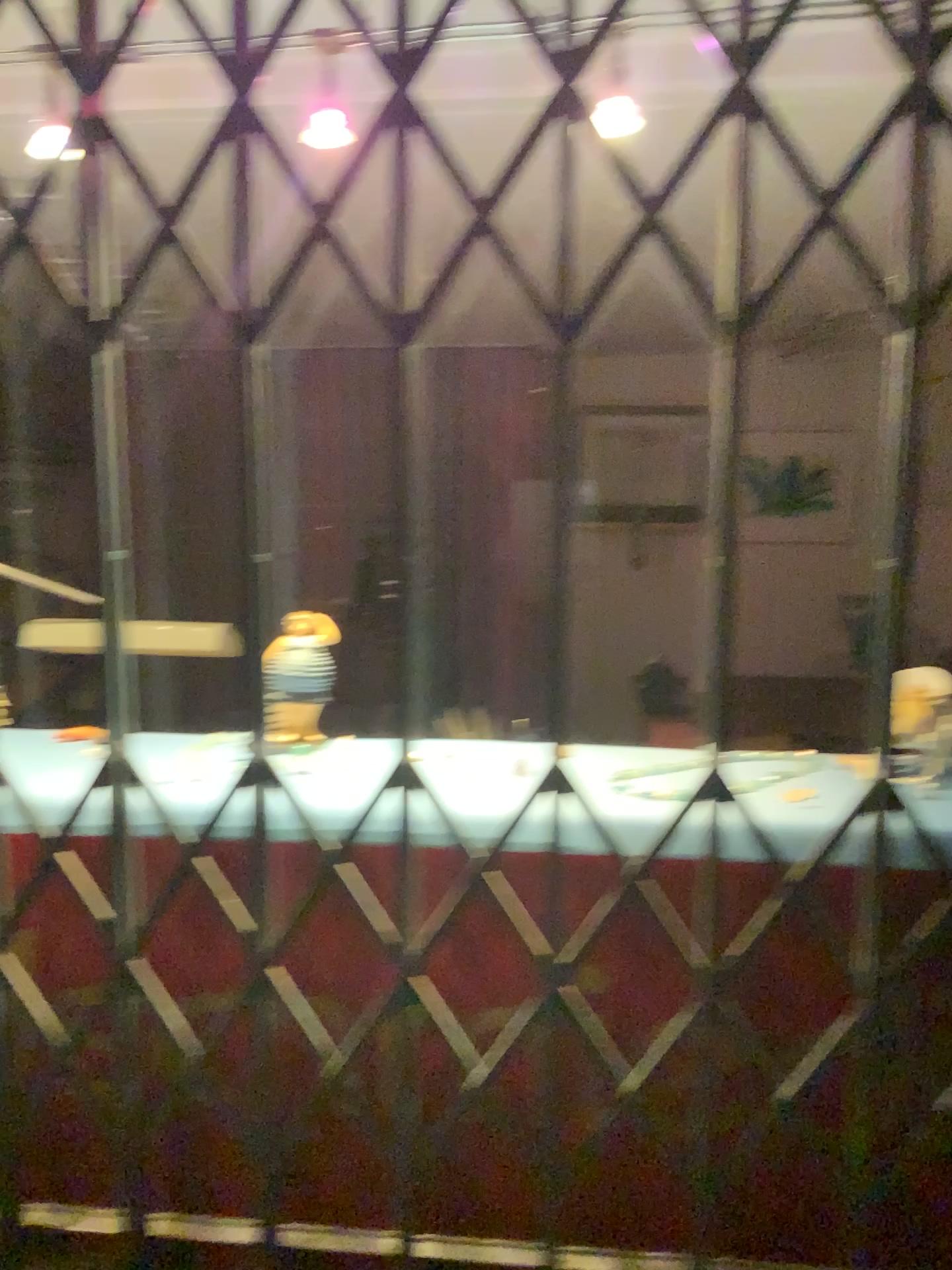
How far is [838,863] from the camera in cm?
109

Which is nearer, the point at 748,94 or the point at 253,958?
the point at 253,958

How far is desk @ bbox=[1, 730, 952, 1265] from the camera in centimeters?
109cm
